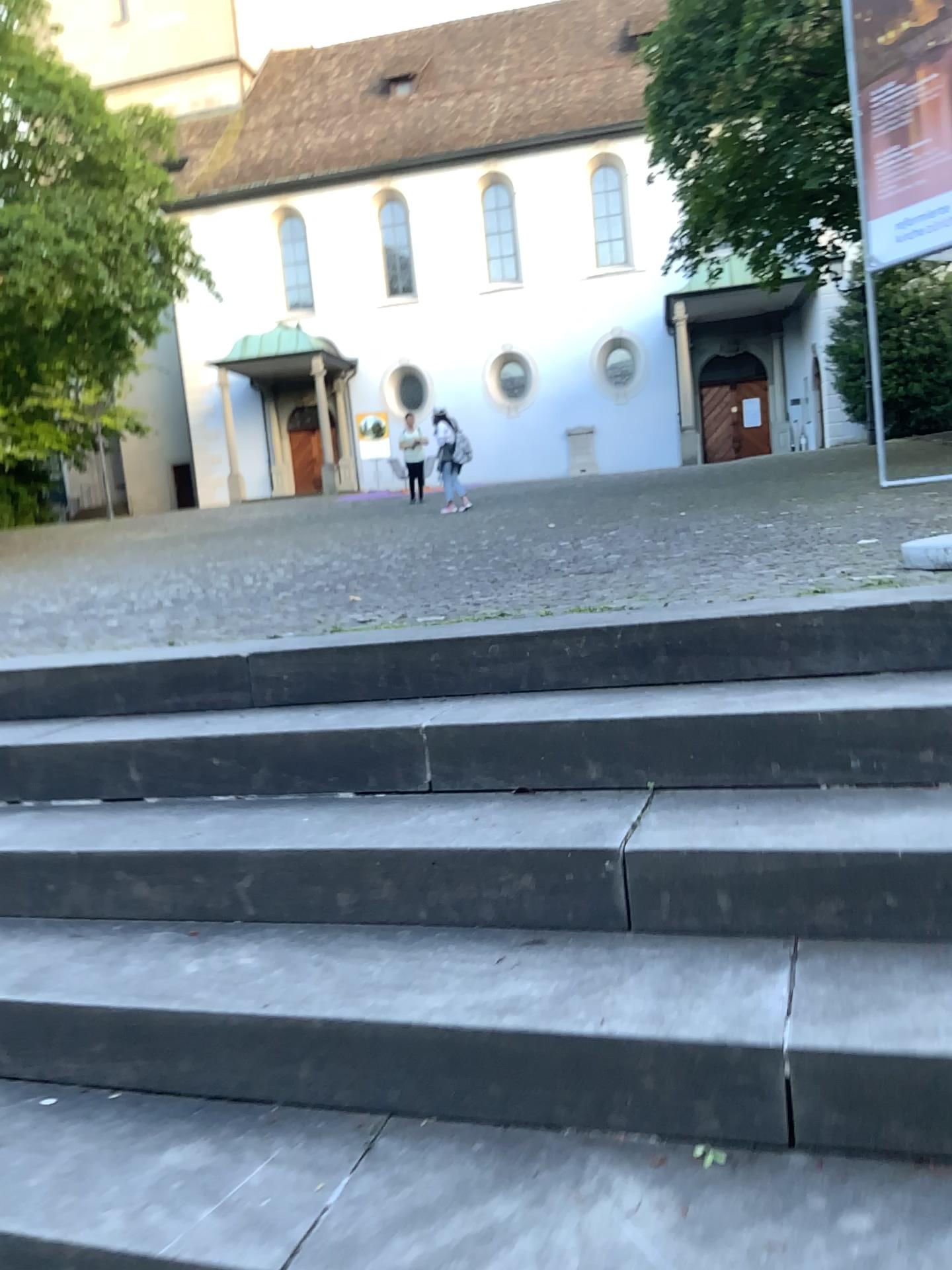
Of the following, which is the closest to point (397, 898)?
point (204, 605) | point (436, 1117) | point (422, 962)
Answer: point (422, 962)
